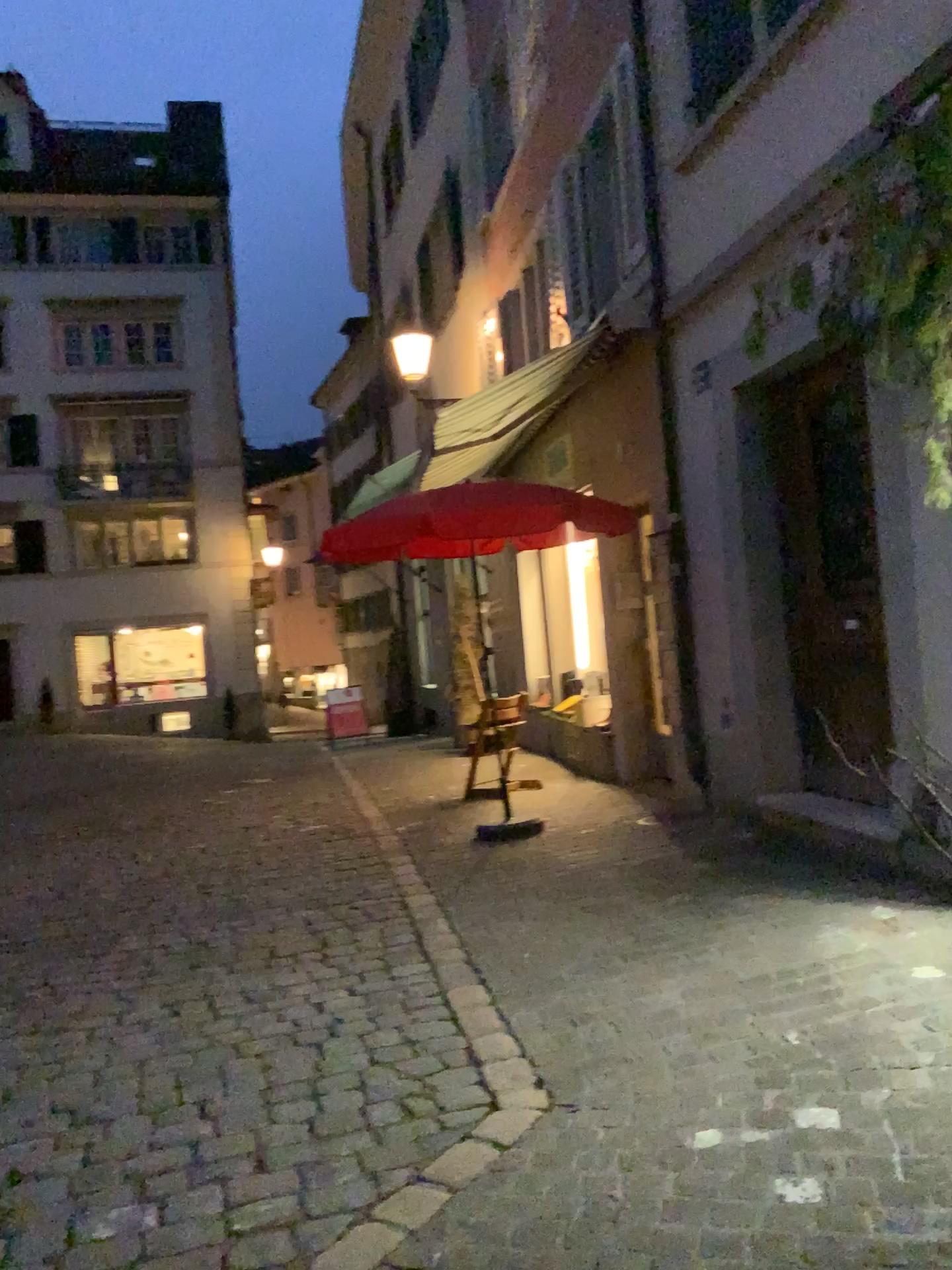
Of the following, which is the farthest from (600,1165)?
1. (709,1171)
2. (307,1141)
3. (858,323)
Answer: (858,323)
